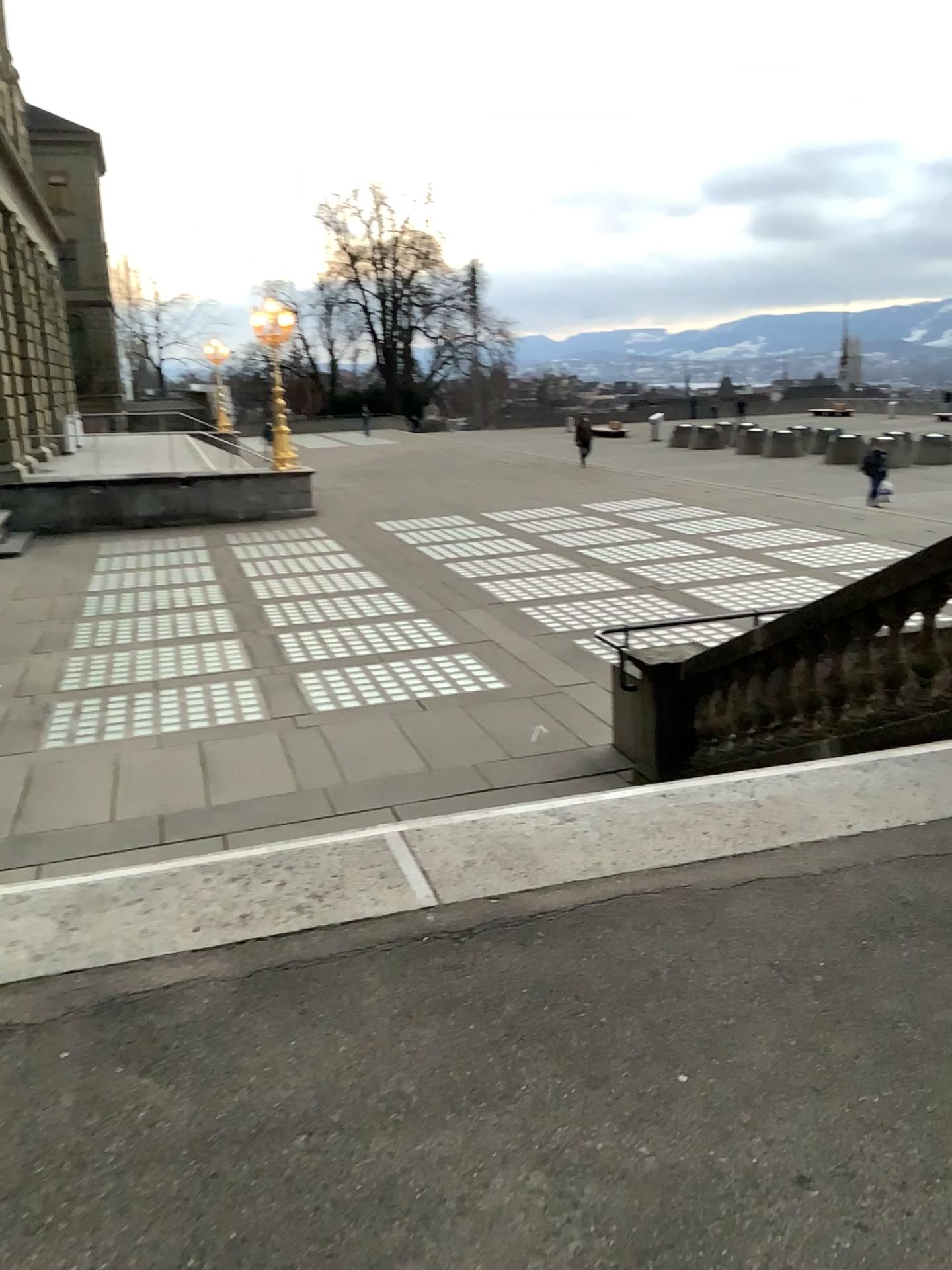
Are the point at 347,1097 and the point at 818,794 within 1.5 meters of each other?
no
